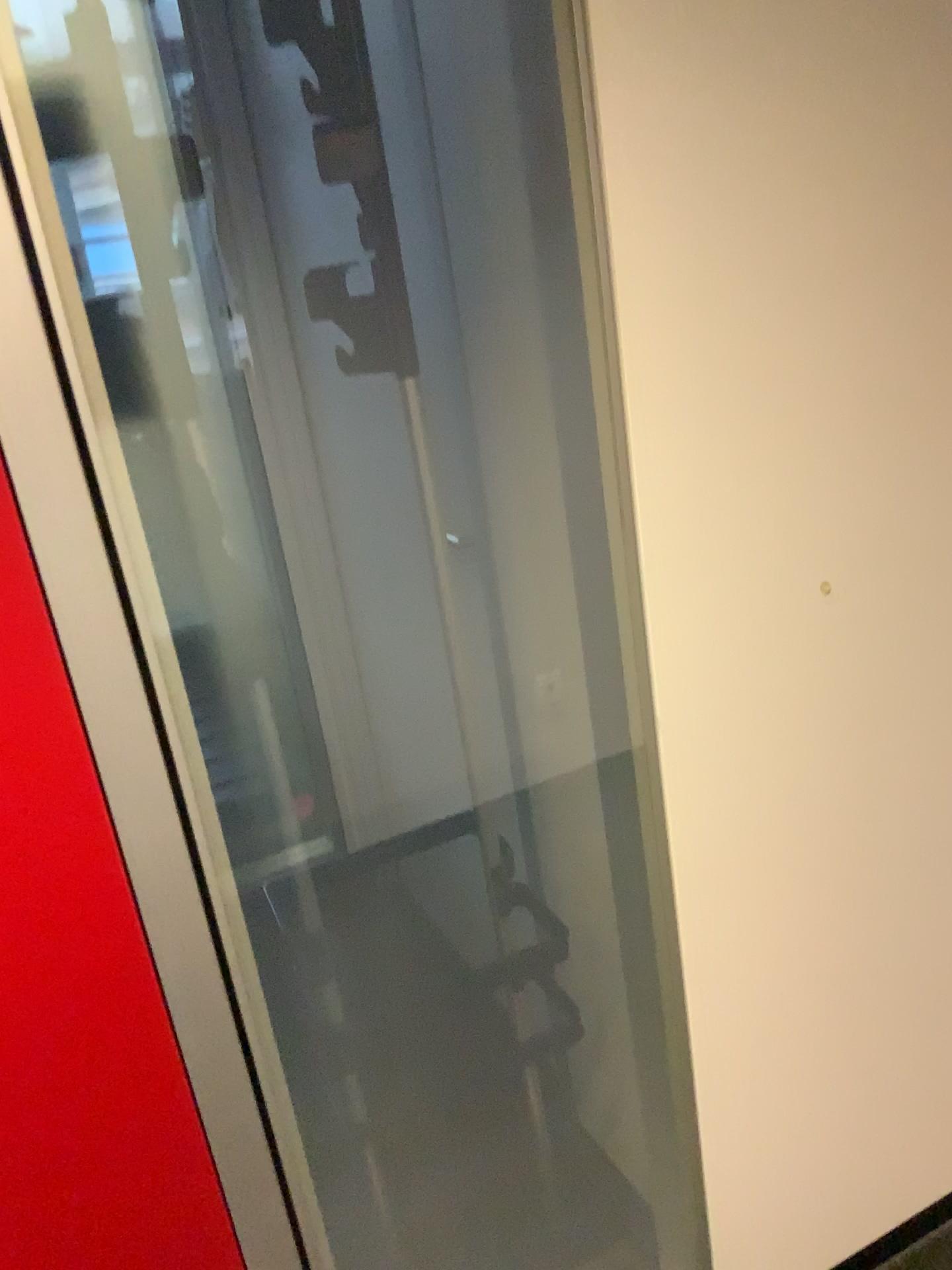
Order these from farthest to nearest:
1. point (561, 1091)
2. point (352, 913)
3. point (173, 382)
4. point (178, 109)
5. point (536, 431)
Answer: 1. point (352, 913)
2. point (178, 109)
3. point (561, 1091)
4. point (536, 431)
5. point (173, 382)
